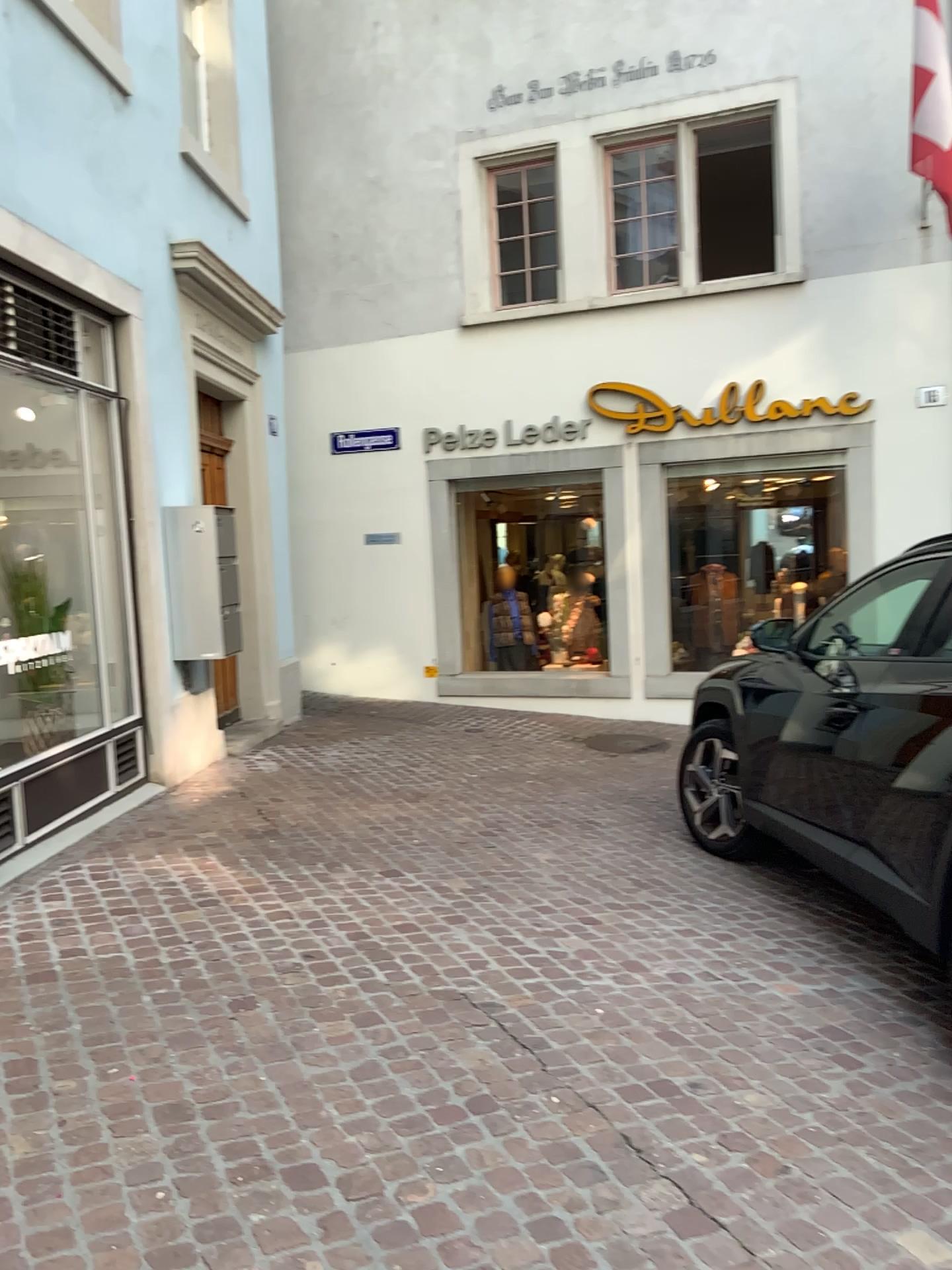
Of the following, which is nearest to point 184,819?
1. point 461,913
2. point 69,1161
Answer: point 461,913
